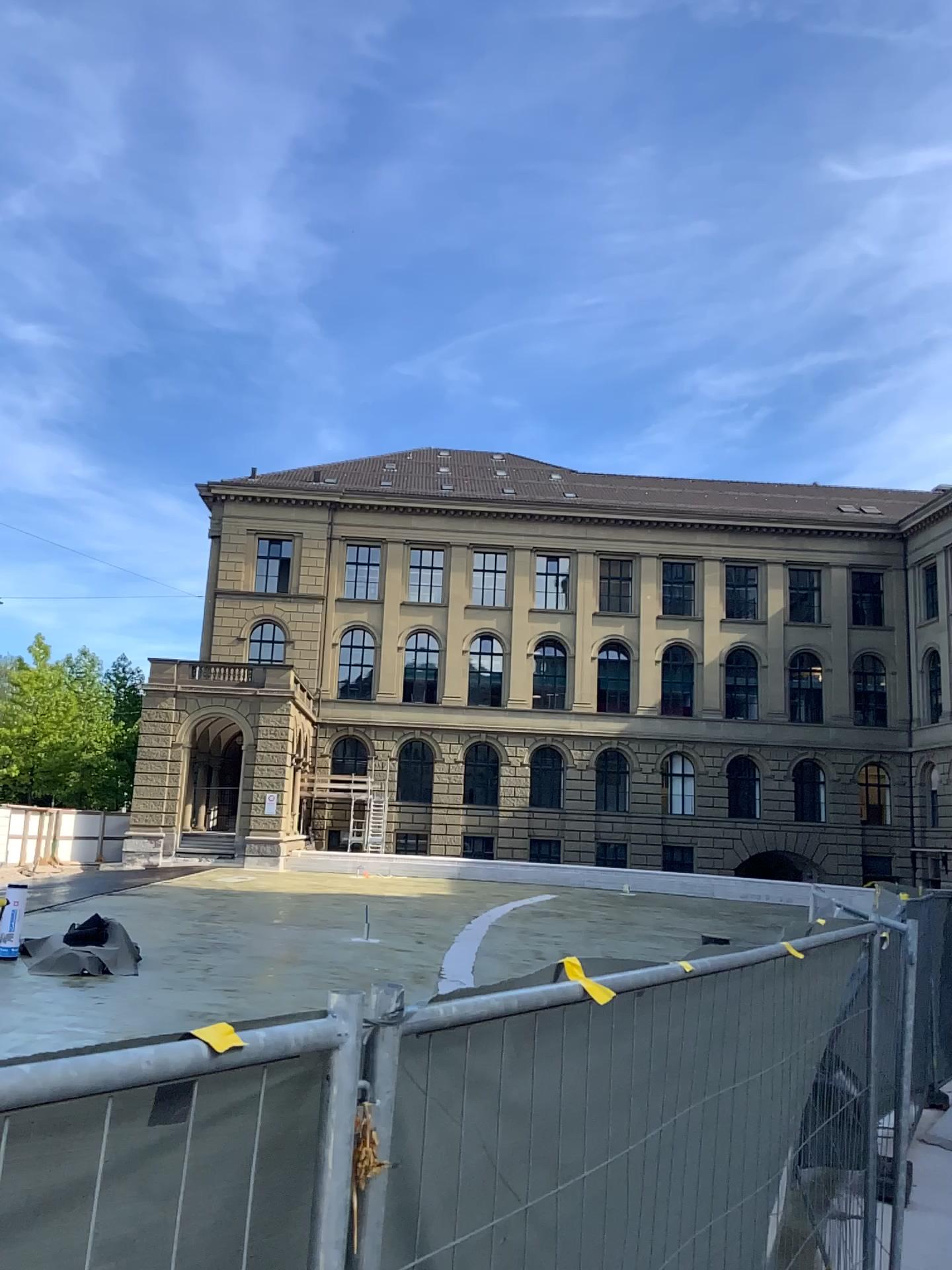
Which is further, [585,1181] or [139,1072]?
[585,1181]
